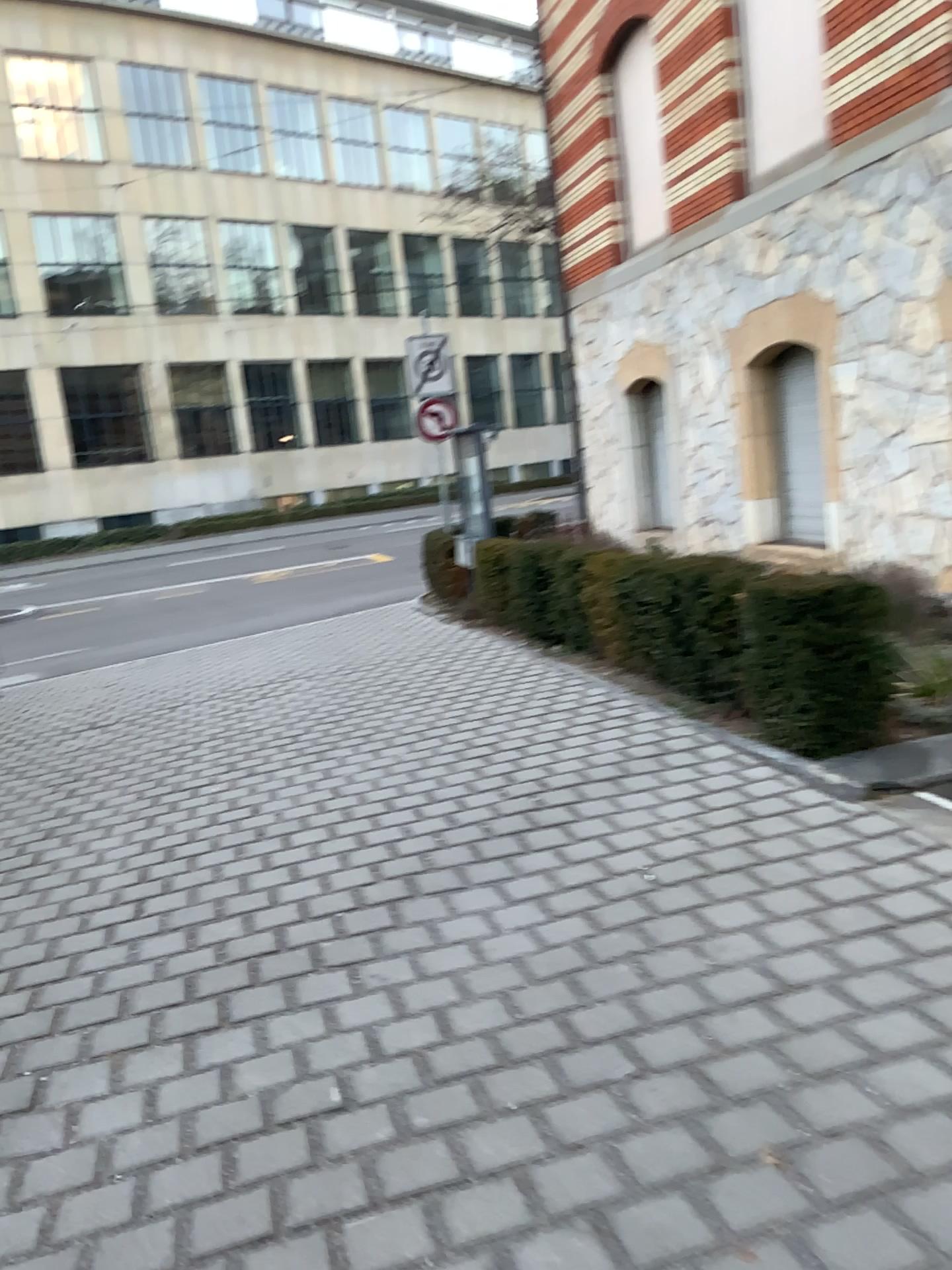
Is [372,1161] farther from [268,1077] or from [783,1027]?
[783,1027]
